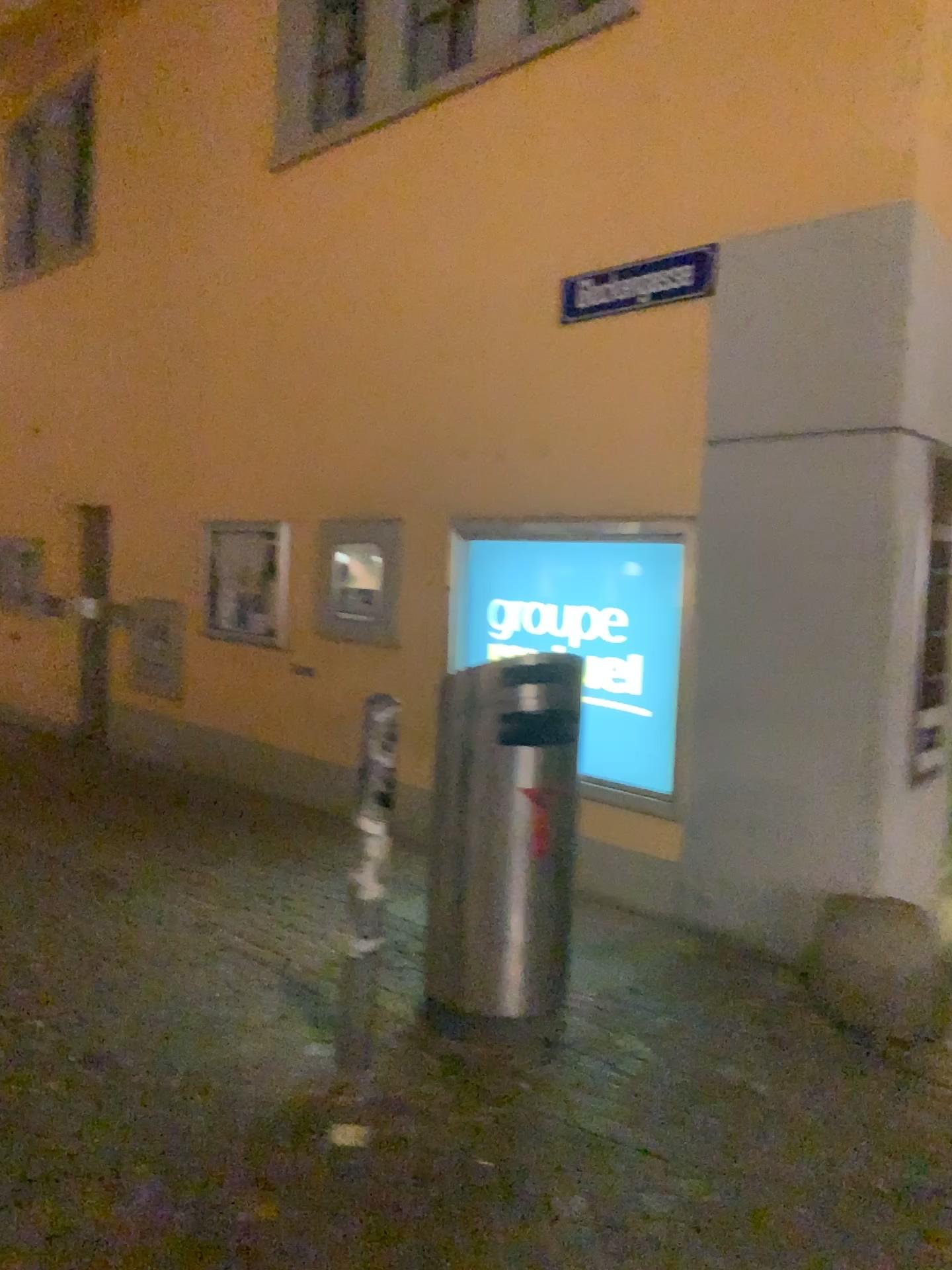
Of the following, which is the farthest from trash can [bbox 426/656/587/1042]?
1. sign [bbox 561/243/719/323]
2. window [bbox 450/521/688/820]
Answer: sign [bbox 561/243/719/323]

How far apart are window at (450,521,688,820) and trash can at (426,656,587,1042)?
1.20m

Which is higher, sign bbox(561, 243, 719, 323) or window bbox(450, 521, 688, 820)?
sign bbox(561, 243, 719, 323)

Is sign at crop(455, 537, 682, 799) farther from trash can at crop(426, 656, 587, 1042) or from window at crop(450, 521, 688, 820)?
trash can at crop(426, 656, 587, 1042)

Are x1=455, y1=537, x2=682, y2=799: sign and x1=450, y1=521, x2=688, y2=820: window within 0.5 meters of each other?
yes

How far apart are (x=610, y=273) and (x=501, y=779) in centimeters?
255cm

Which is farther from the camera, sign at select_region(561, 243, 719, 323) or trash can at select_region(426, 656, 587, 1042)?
sign at select_region(561, 243, 719, 323)

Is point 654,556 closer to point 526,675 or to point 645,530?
point 645,530

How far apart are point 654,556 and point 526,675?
1.60m

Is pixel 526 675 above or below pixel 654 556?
below
